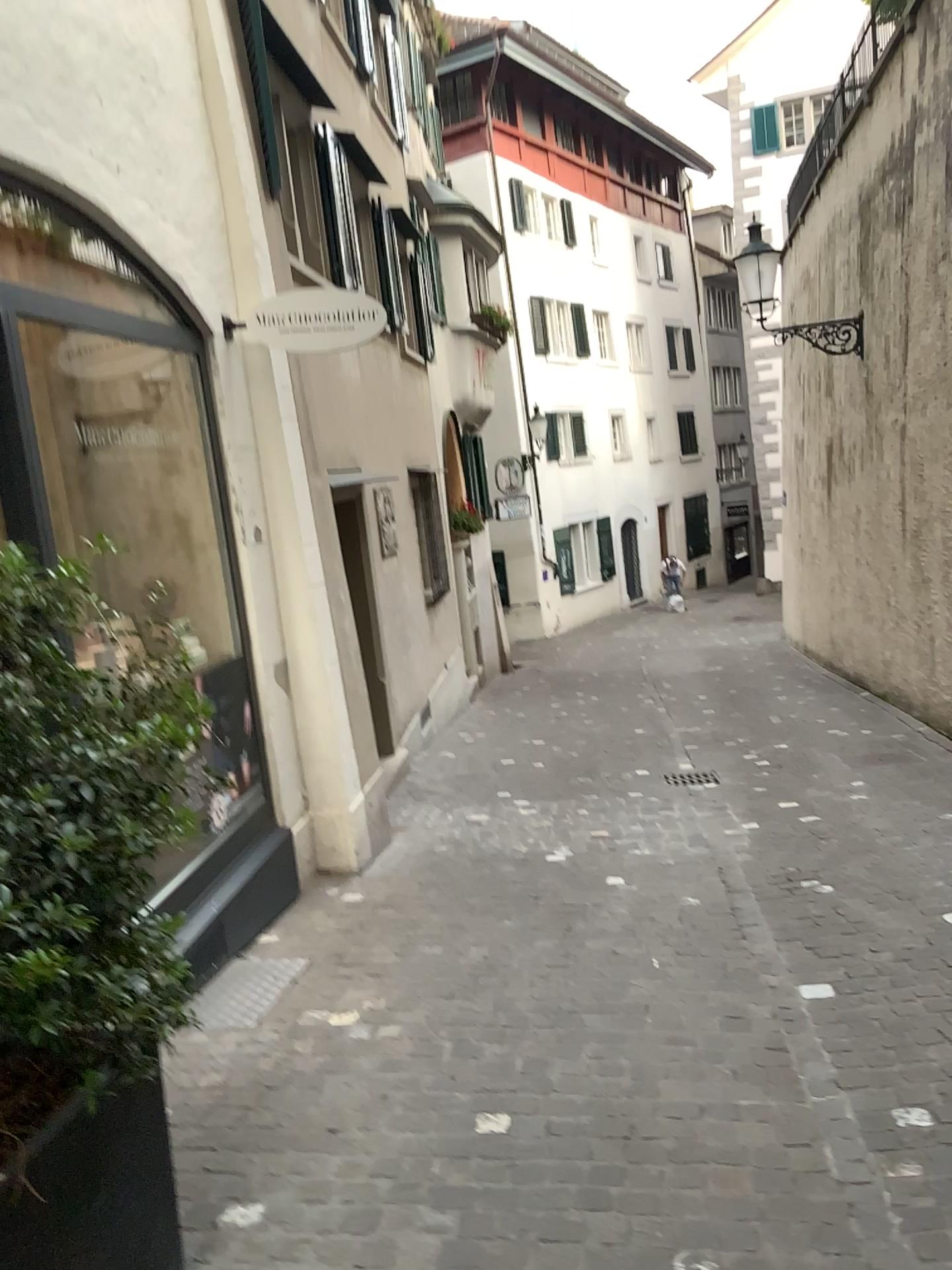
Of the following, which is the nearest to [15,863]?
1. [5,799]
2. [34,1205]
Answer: [5,799]

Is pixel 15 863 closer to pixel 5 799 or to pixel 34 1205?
pixel 5 799

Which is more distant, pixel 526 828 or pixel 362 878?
pixel 526 828

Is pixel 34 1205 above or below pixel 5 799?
below
